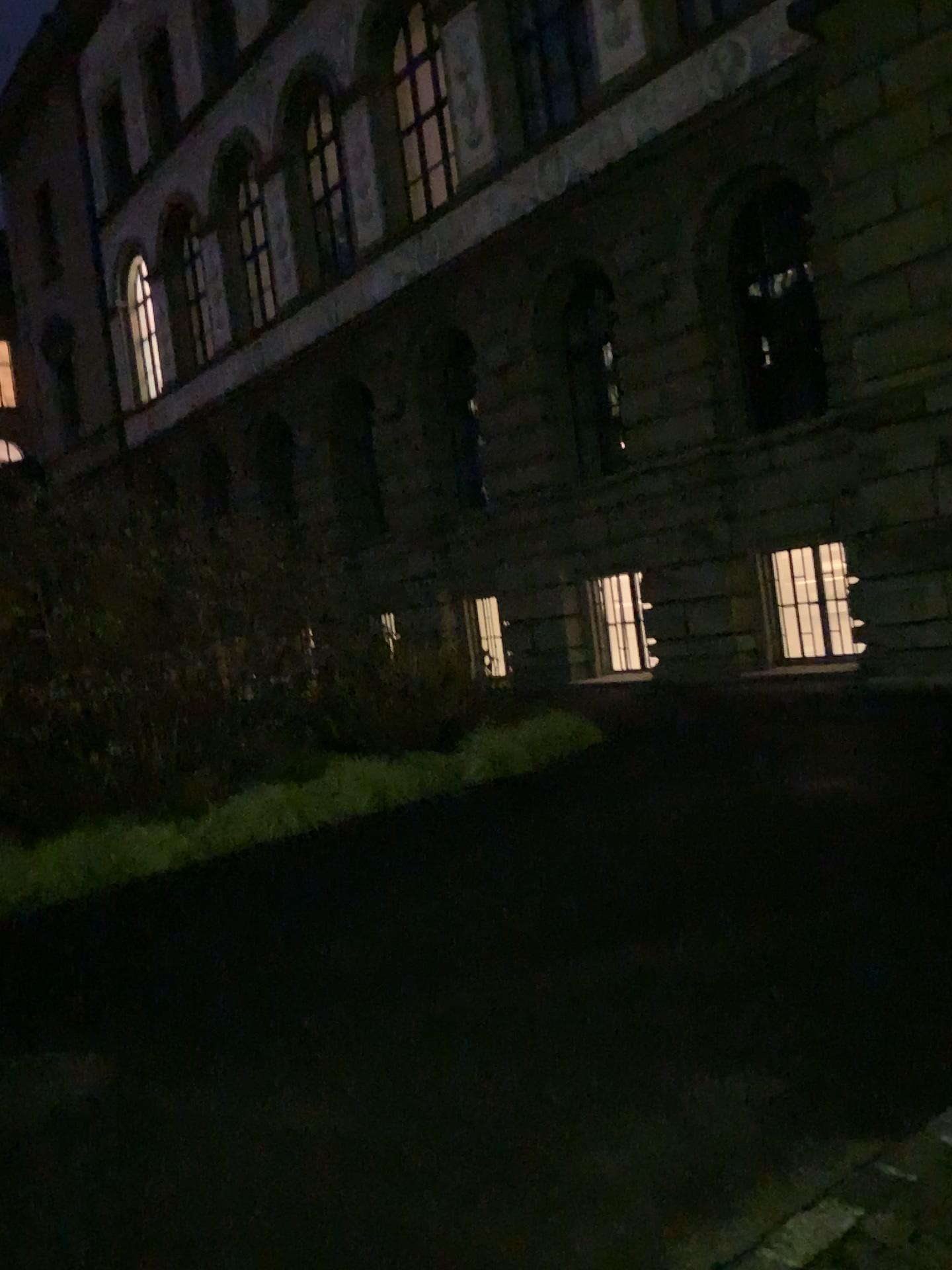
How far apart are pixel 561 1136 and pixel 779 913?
1.8 meters
